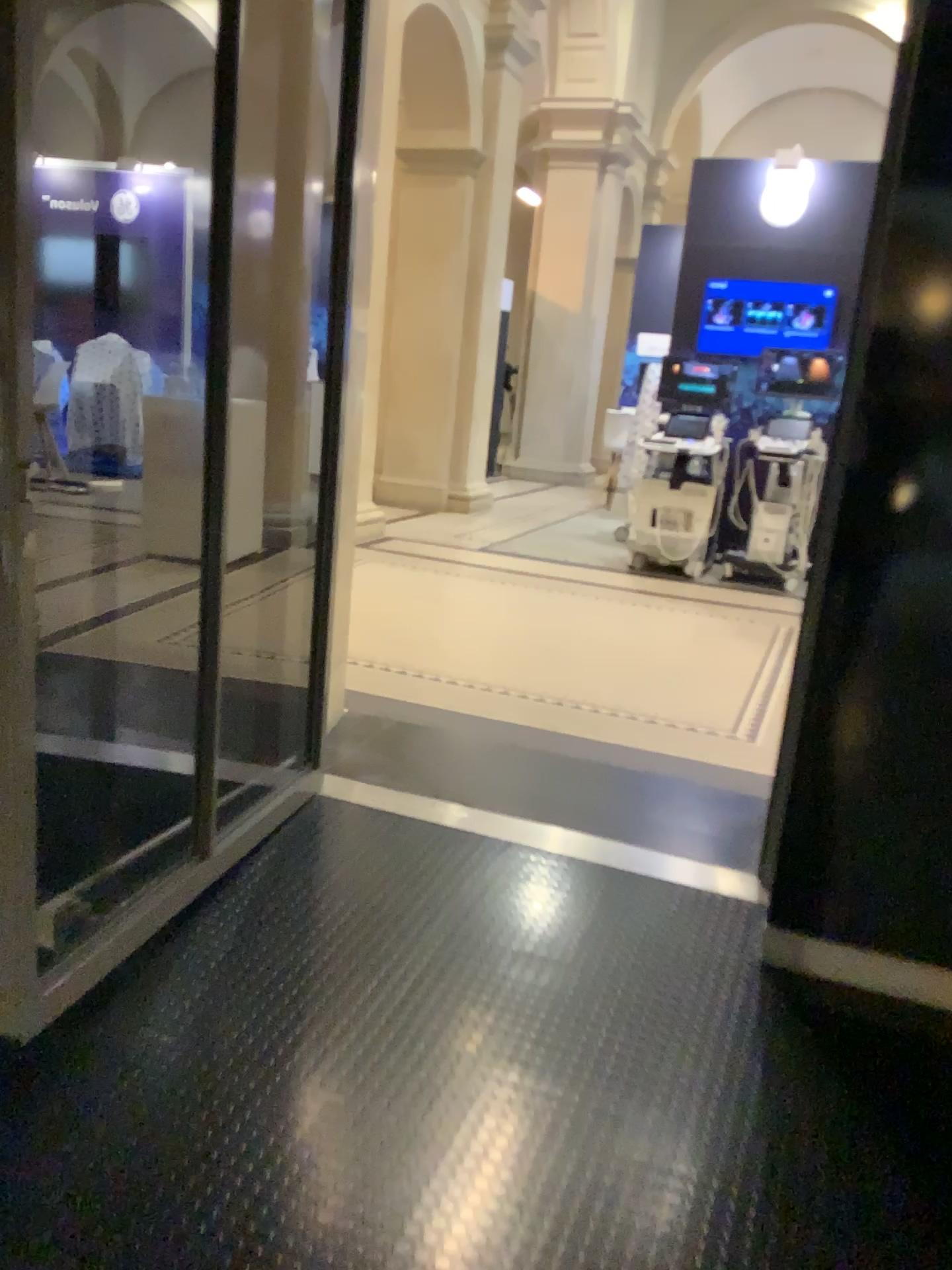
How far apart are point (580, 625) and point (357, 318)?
2.3 meters
